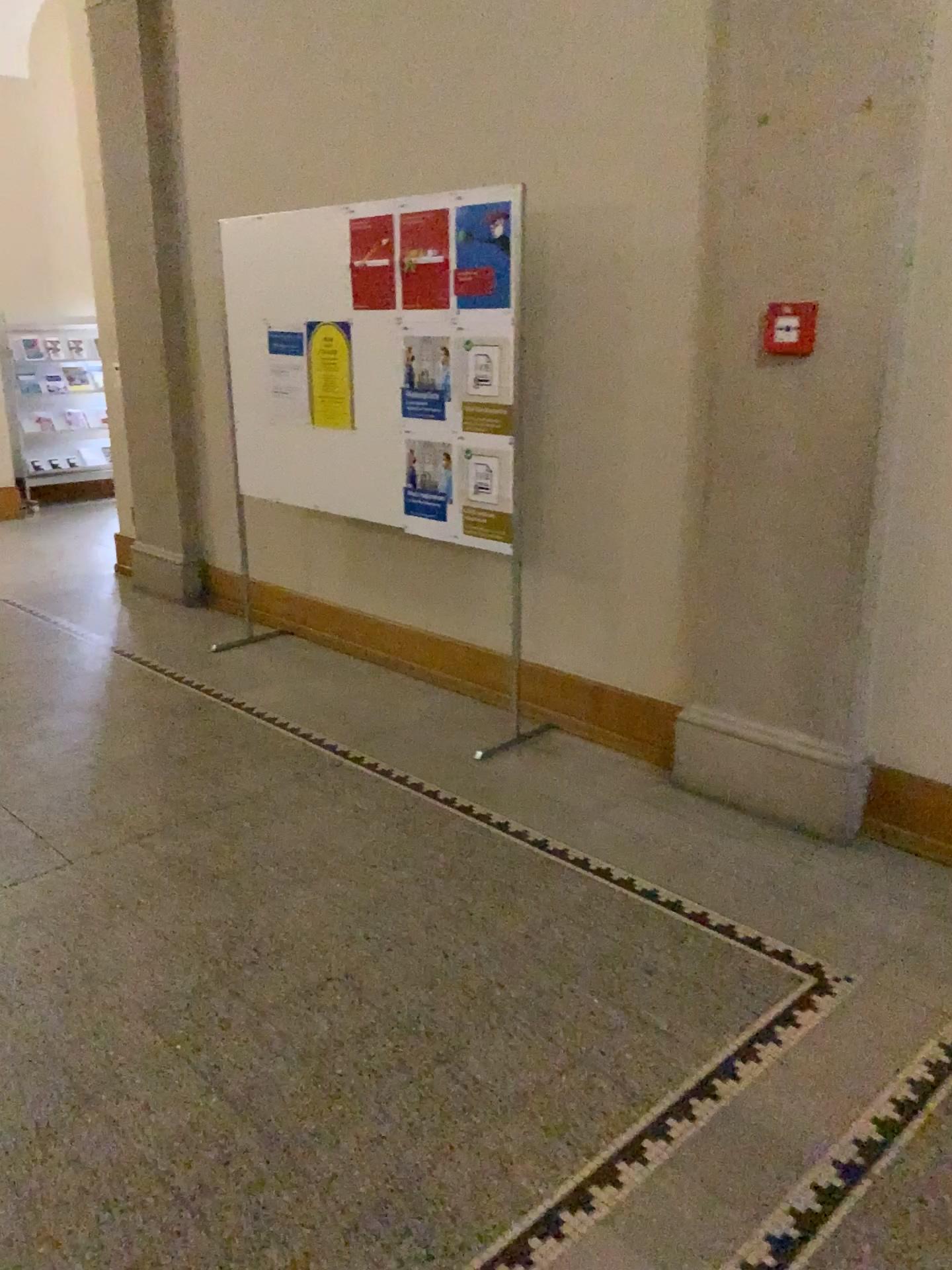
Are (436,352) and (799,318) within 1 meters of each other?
no

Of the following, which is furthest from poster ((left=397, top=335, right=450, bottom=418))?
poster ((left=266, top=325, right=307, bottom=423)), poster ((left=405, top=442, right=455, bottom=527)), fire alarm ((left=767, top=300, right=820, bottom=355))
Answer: fire alarm ((left=767, top=300, right=820, bottom=355))

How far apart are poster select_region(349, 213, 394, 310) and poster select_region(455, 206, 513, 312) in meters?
0.4

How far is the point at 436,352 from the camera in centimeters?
Result: 383cm

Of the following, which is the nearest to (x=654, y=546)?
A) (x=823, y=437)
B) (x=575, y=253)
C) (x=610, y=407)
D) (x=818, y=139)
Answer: (x=610, y=407)

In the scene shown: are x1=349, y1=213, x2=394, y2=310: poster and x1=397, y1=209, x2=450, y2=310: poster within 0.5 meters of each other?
yes

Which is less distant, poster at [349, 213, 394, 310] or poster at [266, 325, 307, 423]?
poster at [349, 213, 394, 310]

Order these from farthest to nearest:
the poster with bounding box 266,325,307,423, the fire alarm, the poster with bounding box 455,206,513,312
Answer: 1. the poster with bounding box 266,325,307,423
2. the poster with bounding box 455,206,513,312
3. the fire alarm

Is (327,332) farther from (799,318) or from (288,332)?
(799,318)

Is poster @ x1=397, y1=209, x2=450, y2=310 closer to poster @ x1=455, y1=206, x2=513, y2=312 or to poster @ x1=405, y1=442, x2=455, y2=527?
poster @ x1=455, y1=206, x2=513, y2=312
